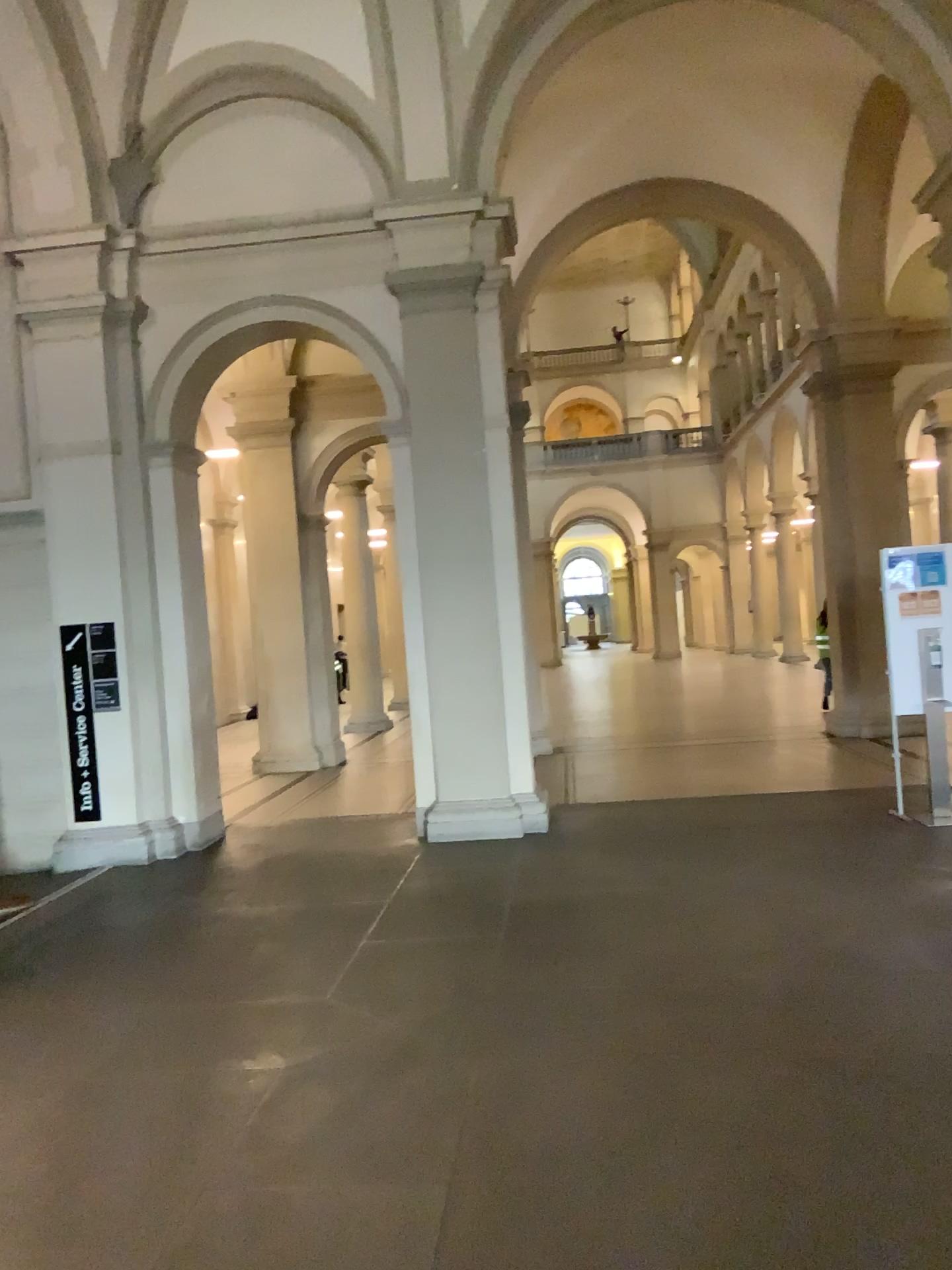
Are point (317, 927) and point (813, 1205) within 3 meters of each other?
no
